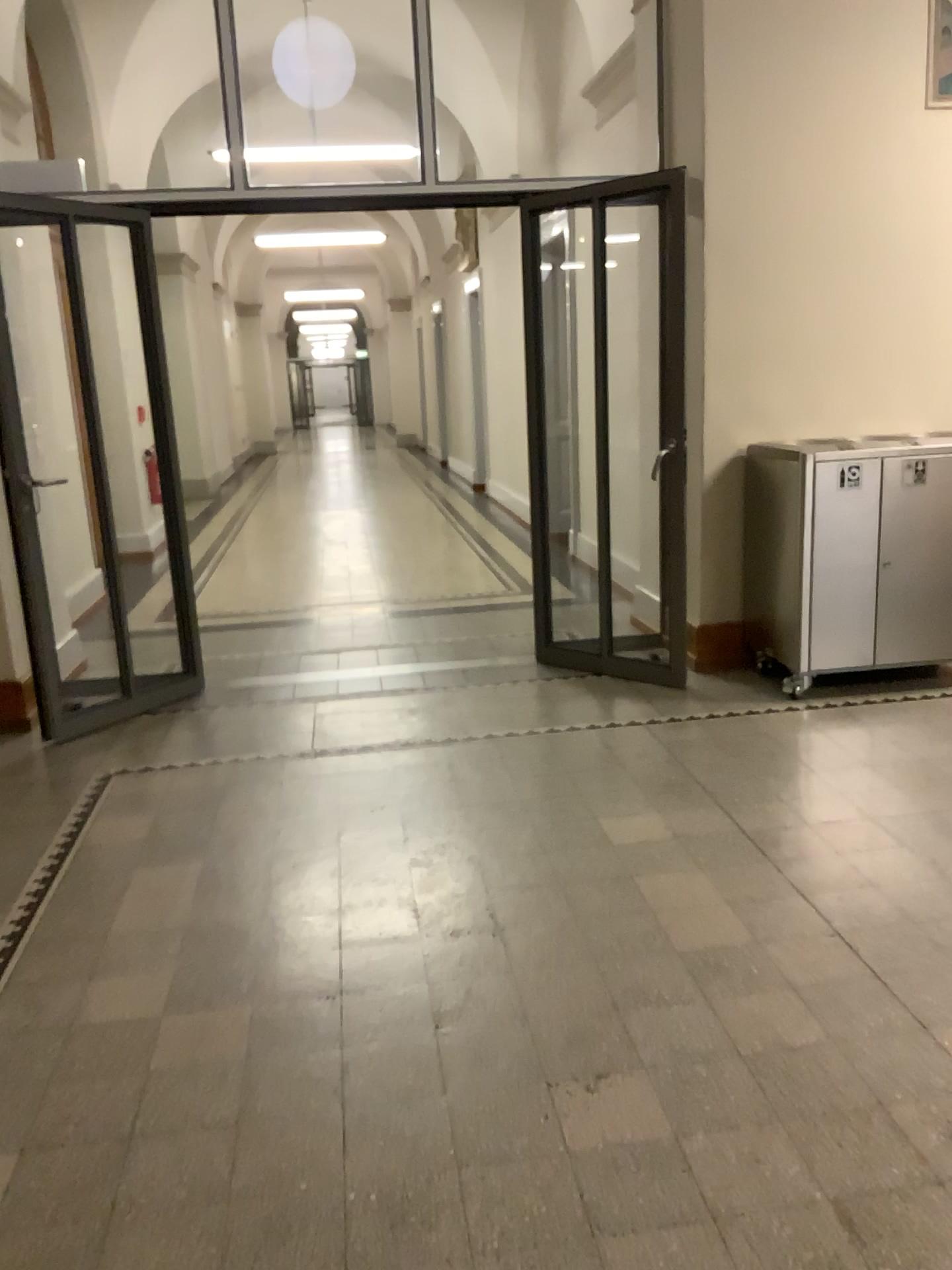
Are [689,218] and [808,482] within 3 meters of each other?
yes
